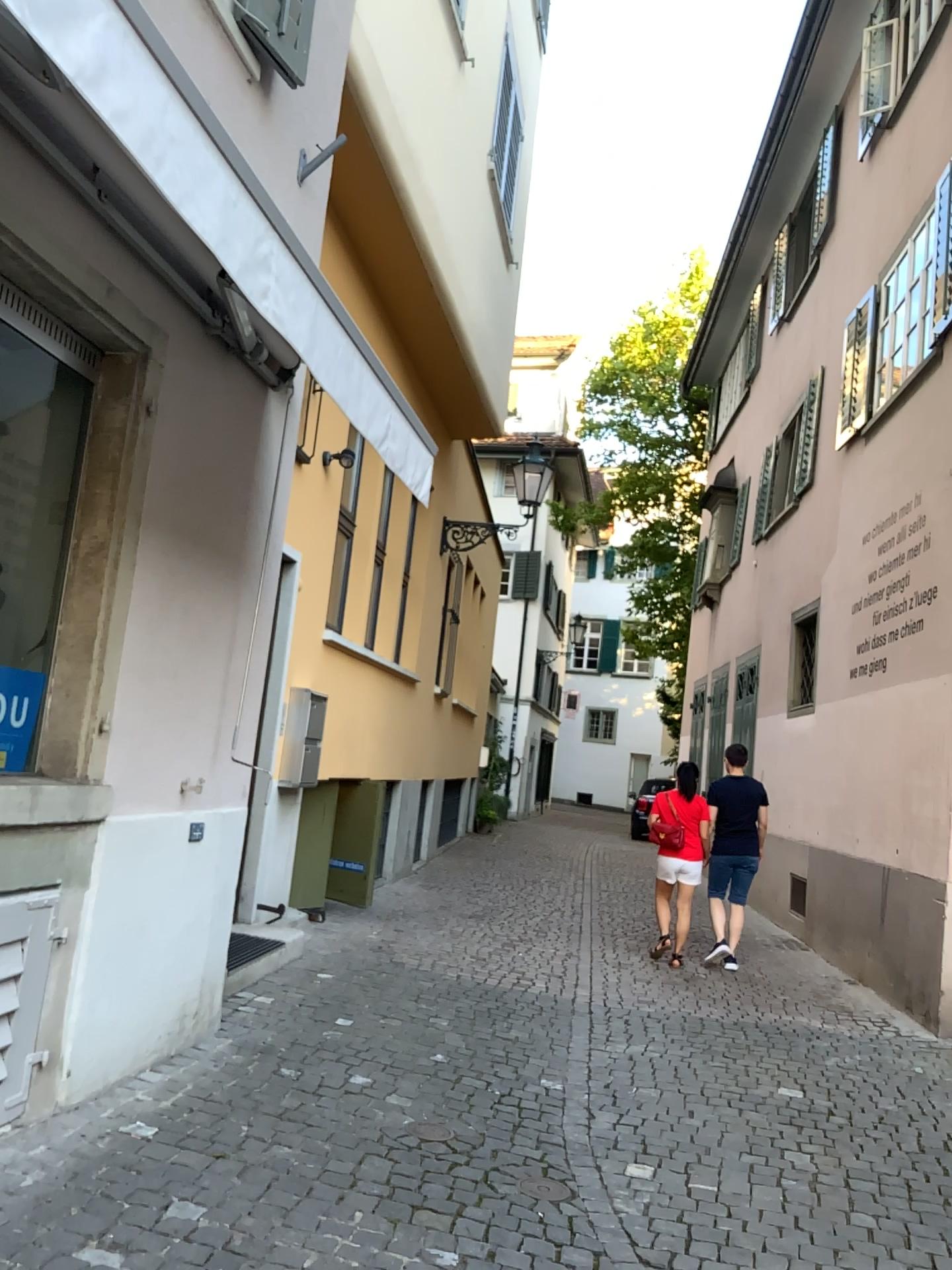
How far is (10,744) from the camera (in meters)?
3.64

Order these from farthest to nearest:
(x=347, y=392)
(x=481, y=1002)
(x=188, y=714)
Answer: (x=481, y=1002) < (x=188, y=714) < (x=347, y=392)

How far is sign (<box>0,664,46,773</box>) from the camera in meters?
3.6 m
